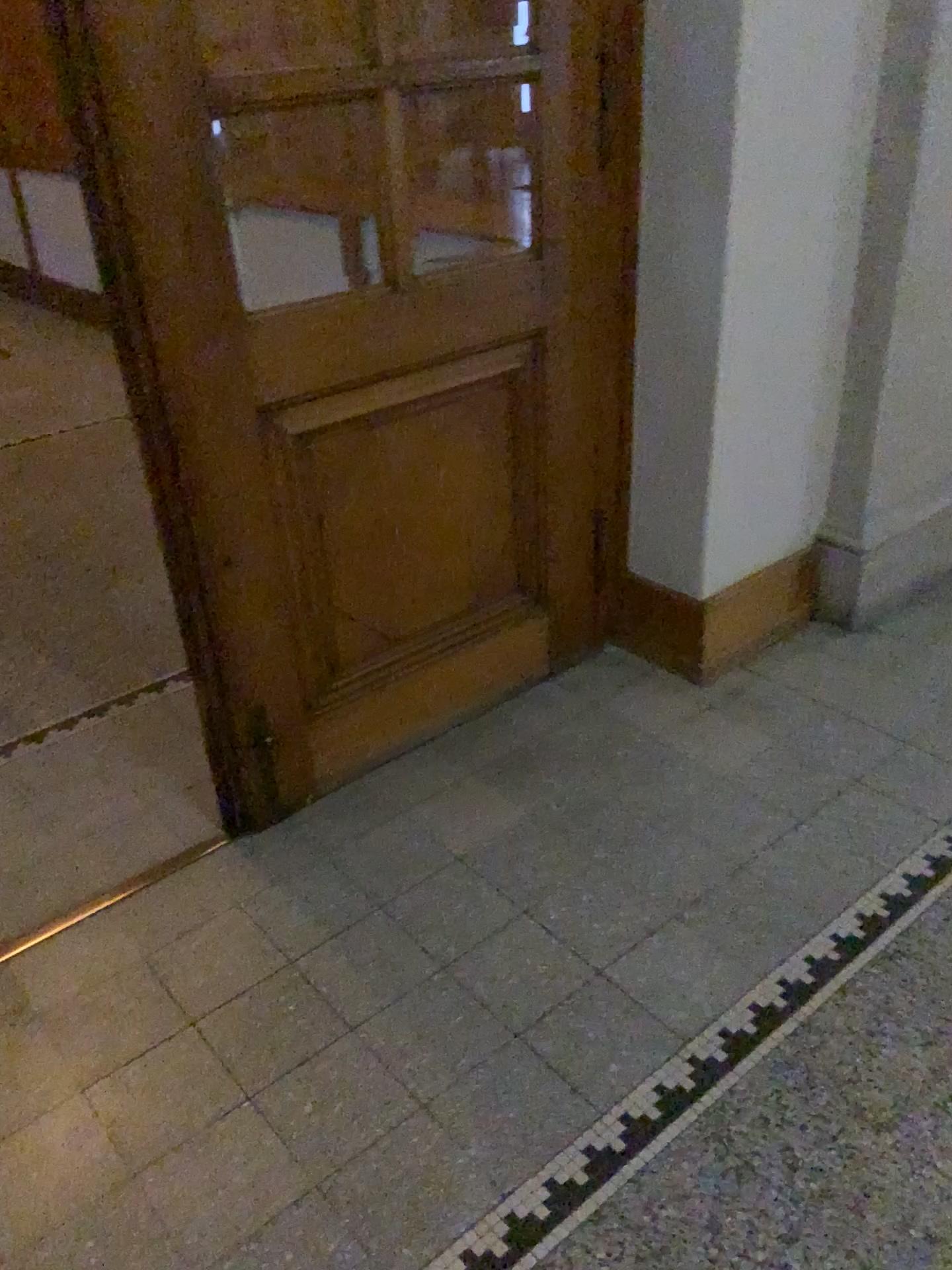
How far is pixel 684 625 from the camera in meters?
2.7 m

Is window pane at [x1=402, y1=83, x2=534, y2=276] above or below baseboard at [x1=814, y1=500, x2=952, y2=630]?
above

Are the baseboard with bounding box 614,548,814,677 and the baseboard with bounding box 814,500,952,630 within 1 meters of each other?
yes

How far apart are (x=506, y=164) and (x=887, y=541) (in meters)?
1.63

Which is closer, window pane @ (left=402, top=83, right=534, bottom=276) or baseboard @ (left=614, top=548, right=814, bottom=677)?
baseboard @ (left=614, top=548, right=814, bottom=677)

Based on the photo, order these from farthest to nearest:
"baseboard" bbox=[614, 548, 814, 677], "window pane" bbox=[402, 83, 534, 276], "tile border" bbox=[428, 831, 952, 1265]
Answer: "window pane" bbox=[402, 83, 534, 276] → "baseboard" bbox=[614, 548, 814, 677] → "tile border" bbox=[428, 831, 952, 1265]

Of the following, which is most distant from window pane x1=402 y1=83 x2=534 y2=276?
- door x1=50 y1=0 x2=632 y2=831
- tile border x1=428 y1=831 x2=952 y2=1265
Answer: tile border x1=428 y1=831 x2=952 y2=1265

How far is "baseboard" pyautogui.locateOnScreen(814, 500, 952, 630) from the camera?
Result: 2.82m

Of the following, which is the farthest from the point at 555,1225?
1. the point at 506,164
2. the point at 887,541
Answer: the point at 506,164

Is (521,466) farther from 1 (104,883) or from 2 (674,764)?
1 (104,883)
